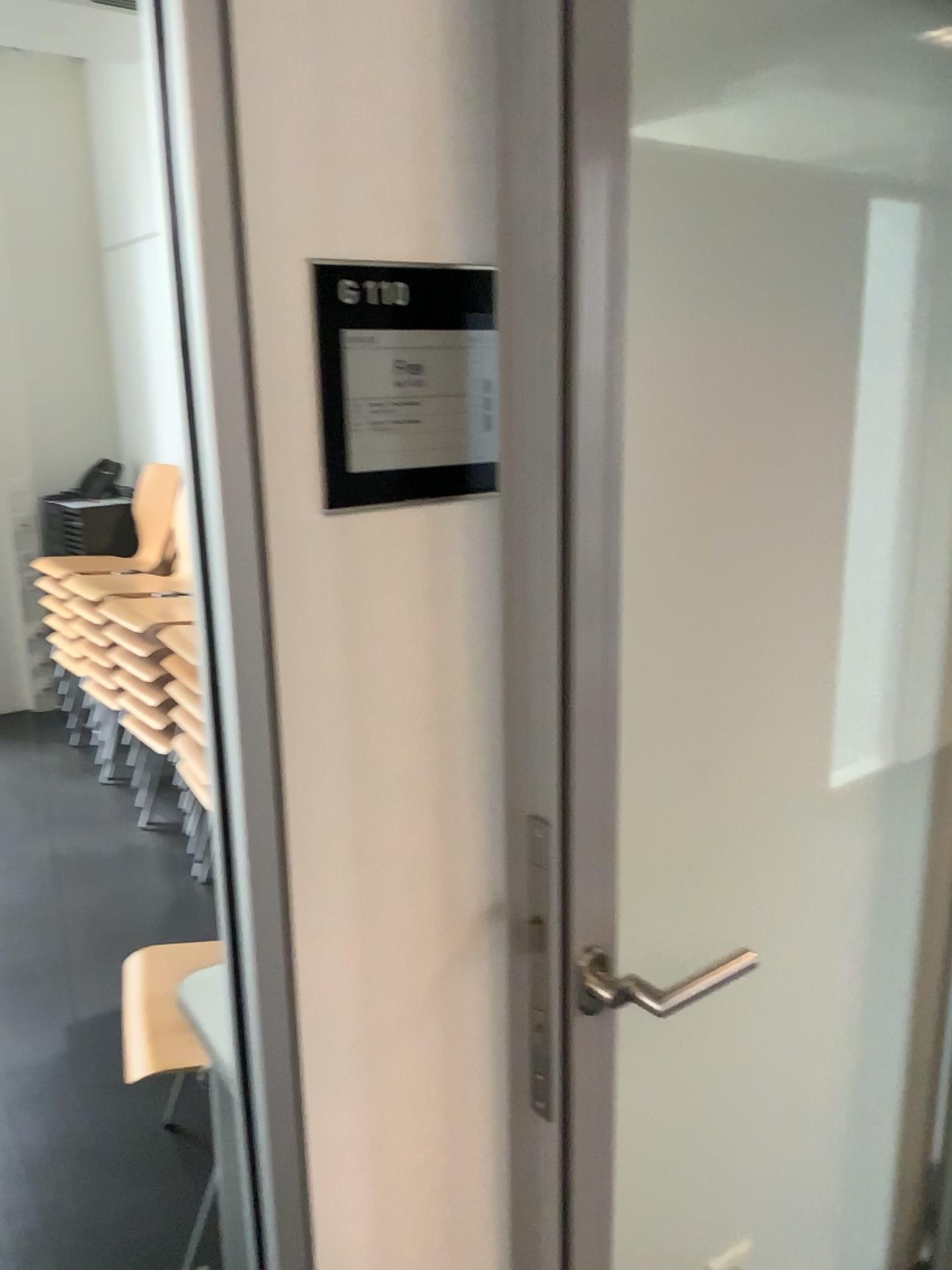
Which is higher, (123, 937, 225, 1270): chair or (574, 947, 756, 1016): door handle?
(574, 947, 756, 1016): door handle

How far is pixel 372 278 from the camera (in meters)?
0.92

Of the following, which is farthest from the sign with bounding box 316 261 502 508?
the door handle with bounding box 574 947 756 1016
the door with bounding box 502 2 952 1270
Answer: the door handle with bounding box 574 947 756 1016

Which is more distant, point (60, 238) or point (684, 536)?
point (60, 238)

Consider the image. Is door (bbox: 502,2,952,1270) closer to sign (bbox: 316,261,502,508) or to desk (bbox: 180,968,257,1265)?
sign (bbox: 316,261,502,508)

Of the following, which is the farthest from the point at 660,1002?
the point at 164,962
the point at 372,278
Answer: the point at 164,962

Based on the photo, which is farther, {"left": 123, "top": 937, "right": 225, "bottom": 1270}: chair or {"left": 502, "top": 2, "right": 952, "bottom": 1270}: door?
{"left": 123, "top": 937, "right": 225, "bottom": 1270}: chair

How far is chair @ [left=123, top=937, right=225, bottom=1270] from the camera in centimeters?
168cm

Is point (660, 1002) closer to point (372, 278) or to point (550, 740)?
point (550, 740)

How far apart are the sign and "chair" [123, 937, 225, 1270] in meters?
1.0
